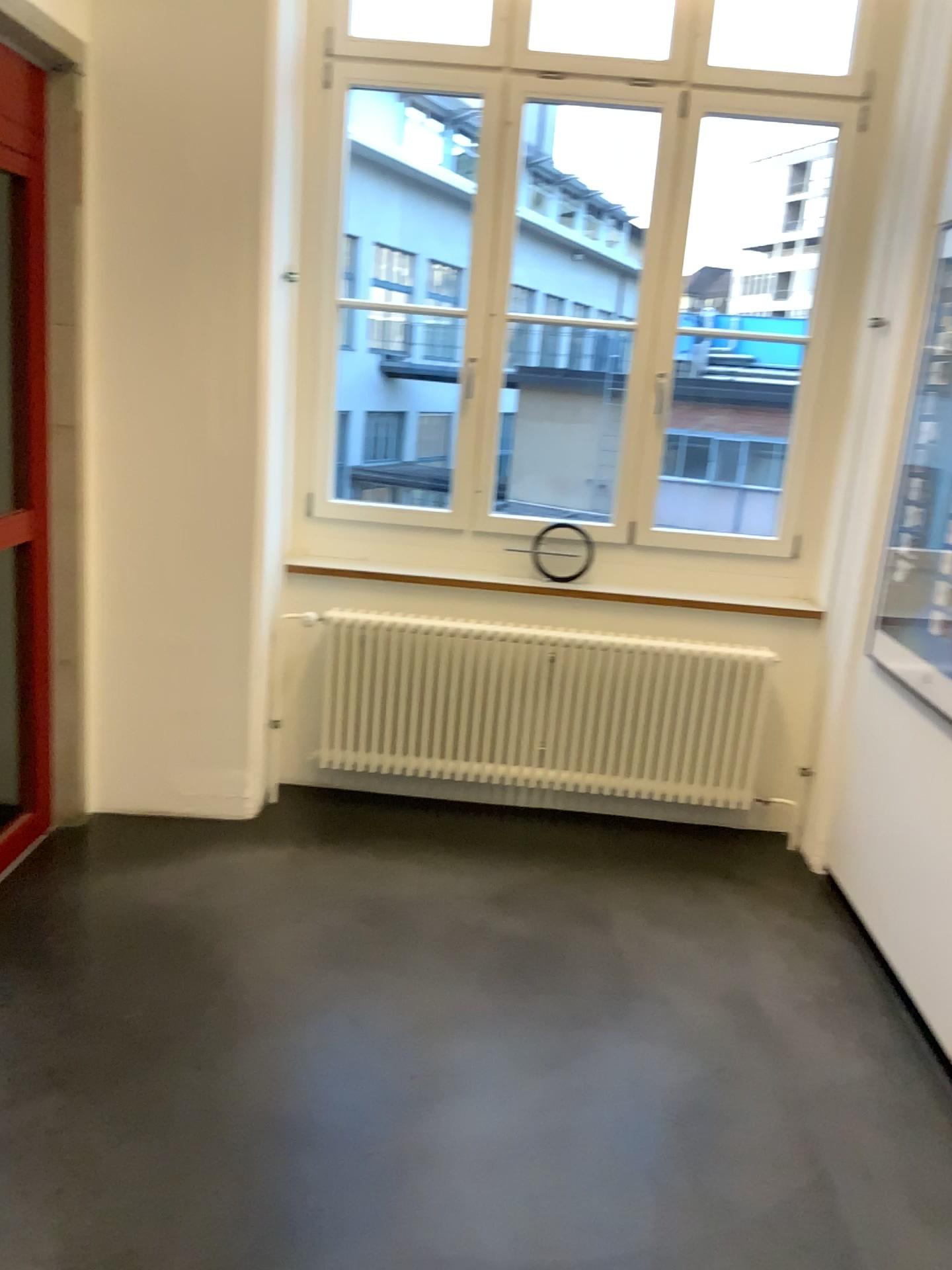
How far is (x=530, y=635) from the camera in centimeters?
381cm

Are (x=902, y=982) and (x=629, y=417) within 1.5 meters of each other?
no

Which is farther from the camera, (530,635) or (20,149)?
(530,635)

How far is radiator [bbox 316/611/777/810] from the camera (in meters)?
3.81

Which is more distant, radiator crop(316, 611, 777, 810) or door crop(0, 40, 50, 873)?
radiator crop(316, 611, 777, 810)

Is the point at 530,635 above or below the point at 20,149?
below
